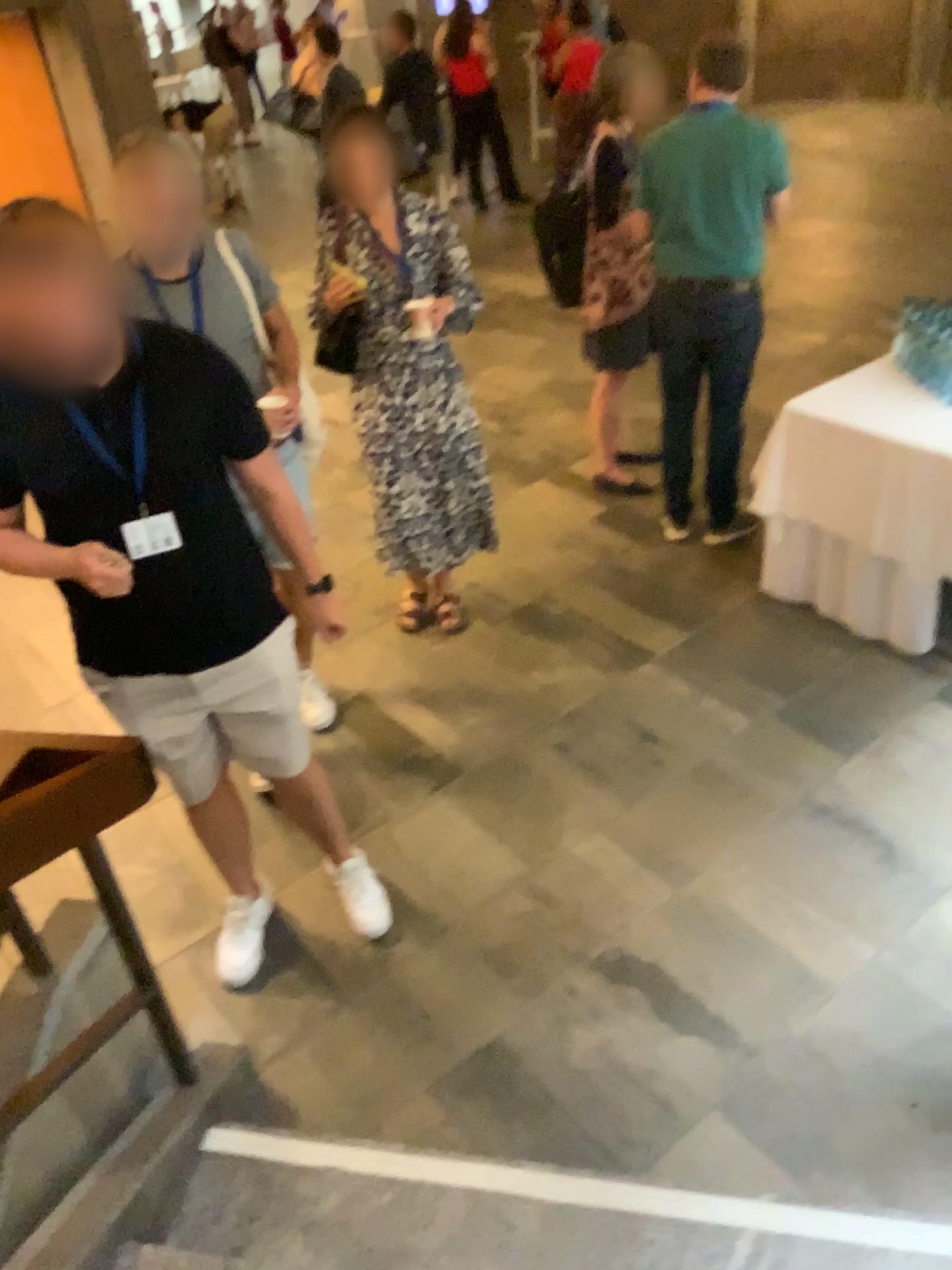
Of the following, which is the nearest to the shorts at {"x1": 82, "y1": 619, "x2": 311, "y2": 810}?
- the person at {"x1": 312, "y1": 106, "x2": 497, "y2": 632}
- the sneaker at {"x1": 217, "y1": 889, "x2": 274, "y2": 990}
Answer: the sneaker at {"x1": 217, "y1": 889, "x2": 274, "y2": 990}

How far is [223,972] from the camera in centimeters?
262cm

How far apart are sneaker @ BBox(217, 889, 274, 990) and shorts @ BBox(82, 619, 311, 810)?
0.4 meters

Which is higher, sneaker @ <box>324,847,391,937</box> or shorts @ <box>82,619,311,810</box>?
shorts @ <box>82,619,311,810</box>

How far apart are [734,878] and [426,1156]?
1.1m

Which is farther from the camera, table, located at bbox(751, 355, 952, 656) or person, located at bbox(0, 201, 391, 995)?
table, located at bbox(751, 355, 952, 656)

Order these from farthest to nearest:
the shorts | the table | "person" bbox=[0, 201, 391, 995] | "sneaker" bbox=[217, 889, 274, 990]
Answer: the table < "sneaker" bbox=[217, 889, 274, 990] < the shorts < "person" bbox=[0, 201, 391, 995]

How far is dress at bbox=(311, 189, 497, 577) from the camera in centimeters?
328cm

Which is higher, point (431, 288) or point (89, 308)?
point (89, 308)

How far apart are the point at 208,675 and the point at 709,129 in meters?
2.5
